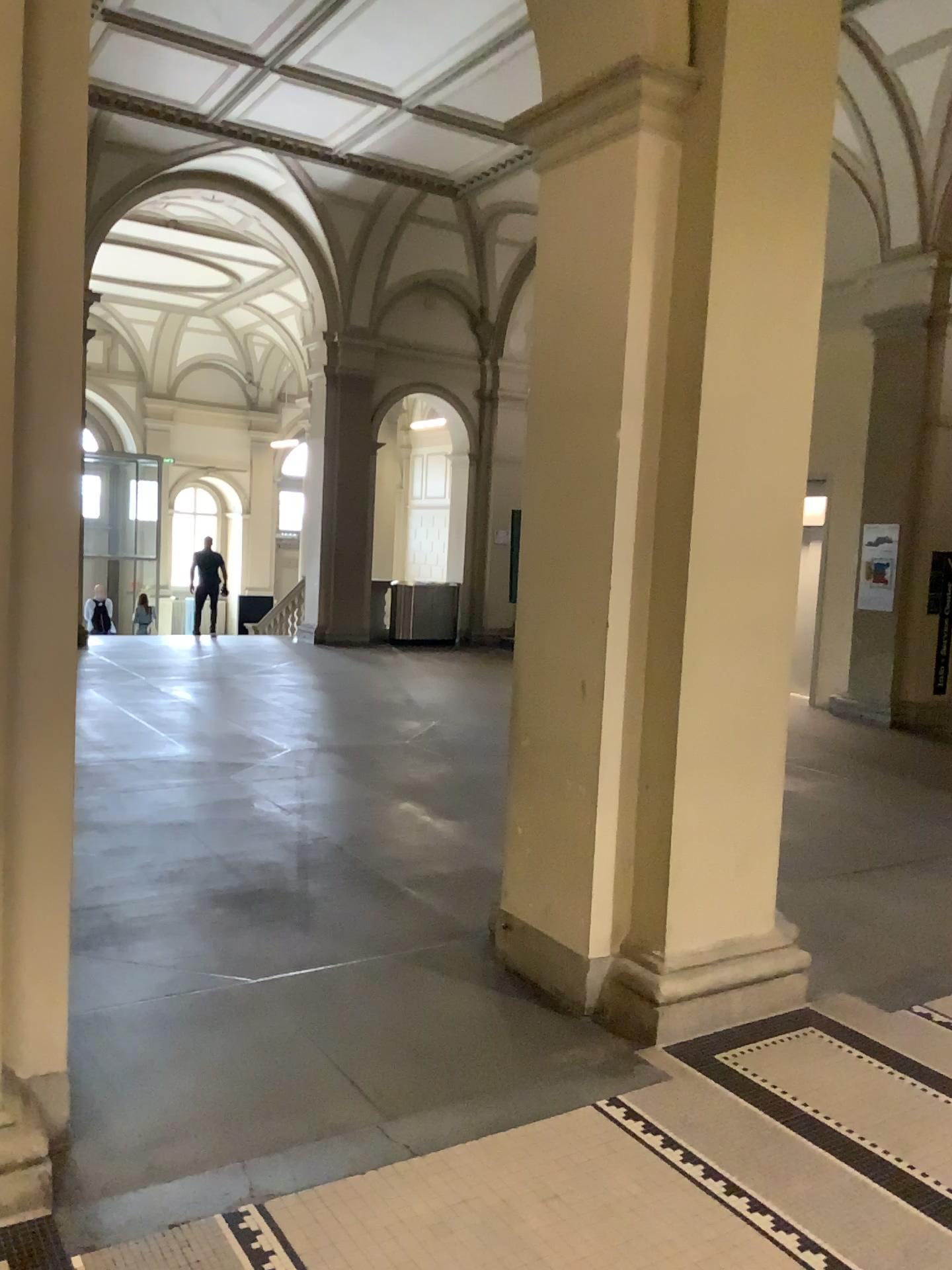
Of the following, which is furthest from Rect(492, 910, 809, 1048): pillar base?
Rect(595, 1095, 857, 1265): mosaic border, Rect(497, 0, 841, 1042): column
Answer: Rect(595, 1095, 857, 1265): mosaic border

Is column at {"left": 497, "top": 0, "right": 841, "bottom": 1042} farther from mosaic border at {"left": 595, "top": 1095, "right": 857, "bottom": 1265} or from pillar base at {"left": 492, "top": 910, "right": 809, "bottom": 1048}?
mosaic border at {"left": 595, "top": 1095, "right": 857, "bottom": 1265}

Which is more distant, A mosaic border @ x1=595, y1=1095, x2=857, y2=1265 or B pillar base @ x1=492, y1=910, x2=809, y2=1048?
B pillar base @ x1=492, y1=910, x2=809, y2=1048

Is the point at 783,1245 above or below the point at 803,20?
below

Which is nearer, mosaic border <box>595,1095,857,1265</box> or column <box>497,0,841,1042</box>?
mosaic border <box>595,1095,857,1265</box>

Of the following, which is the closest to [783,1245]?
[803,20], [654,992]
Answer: [654,992]

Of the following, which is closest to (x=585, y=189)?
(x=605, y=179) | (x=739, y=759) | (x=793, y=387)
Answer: (x=605, y=179)

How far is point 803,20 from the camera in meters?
3.5 m

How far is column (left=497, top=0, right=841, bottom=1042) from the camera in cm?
355
